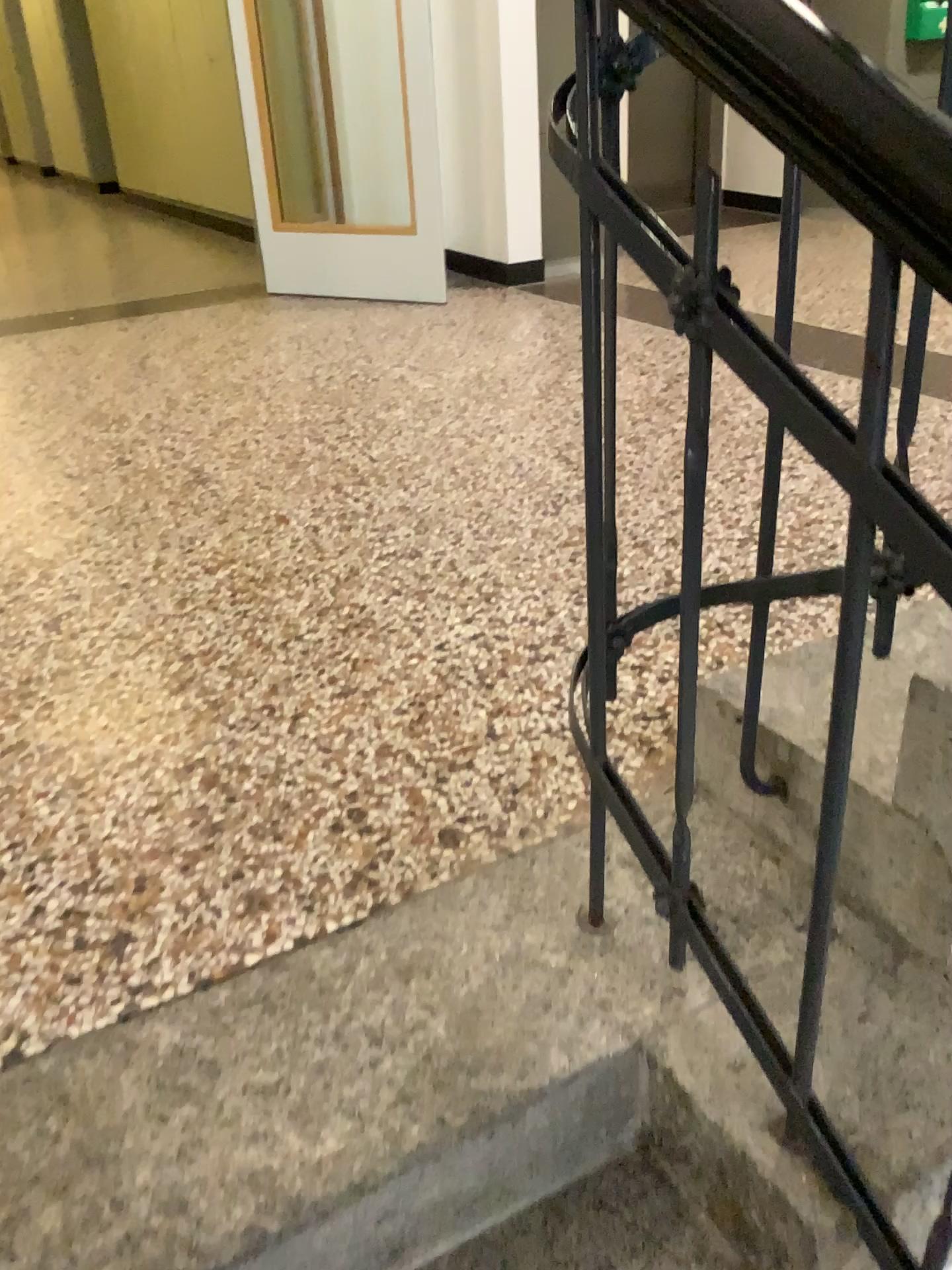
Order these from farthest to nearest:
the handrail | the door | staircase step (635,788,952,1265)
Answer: the door → staircase step (635,788,952,1265) → the handrail

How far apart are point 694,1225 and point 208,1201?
0.46m

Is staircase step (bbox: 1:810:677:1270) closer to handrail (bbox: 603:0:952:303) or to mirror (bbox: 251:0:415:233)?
handrail (bbox: 603:0:952:303)

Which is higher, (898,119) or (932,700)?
(898,119)

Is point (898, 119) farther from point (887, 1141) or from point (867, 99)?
point (887, 1141)

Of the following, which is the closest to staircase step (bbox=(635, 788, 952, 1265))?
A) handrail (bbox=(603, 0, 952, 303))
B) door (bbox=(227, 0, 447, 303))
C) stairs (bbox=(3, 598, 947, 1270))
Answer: stairs (bbox=(3, 598, 947, 1270))

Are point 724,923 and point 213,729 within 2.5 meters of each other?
yes

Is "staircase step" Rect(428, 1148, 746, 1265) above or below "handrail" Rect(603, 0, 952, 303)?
below

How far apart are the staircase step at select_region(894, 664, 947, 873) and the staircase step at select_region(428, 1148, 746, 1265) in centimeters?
44cm

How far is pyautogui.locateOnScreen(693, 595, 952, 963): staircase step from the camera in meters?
1.1 m
